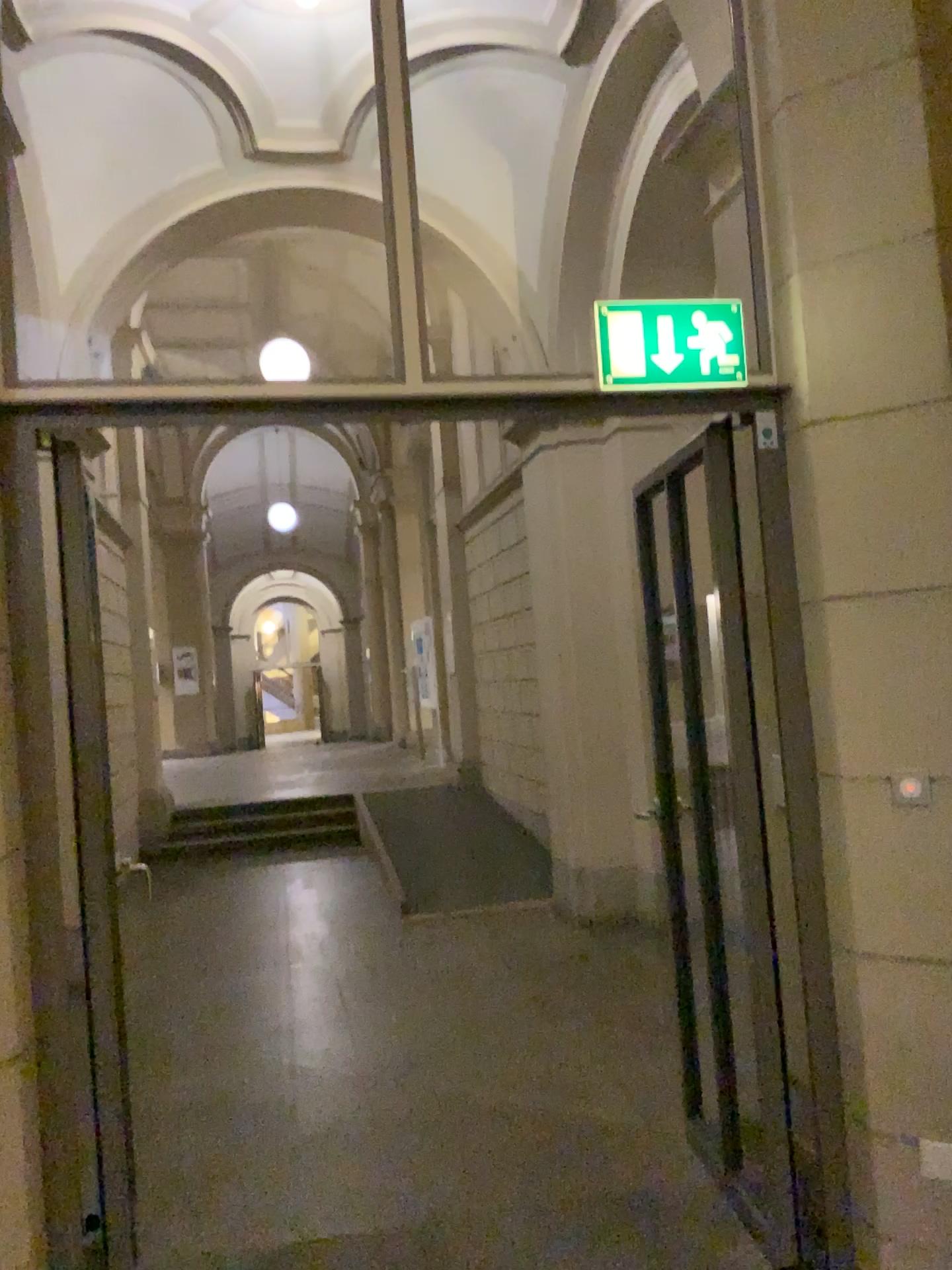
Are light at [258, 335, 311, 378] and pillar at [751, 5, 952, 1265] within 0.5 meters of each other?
no

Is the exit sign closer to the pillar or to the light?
the pillar

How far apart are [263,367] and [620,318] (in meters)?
0.83

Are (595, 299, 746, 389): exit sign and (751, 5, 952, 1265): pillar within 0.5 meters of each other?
yes

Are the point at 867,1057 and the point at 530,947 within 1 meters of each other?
no

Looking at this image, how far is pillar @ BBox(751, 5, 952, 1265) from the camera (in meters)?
2.26

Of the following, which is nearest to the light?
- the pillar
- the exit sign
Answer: the exit sign

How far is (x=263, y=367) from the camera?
2.38m

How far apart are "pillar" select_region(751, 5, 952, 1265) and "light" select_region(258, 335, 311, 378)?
1.13m

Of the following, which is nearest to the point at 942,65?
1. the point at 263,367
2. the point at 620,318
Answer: the point at 620,318
